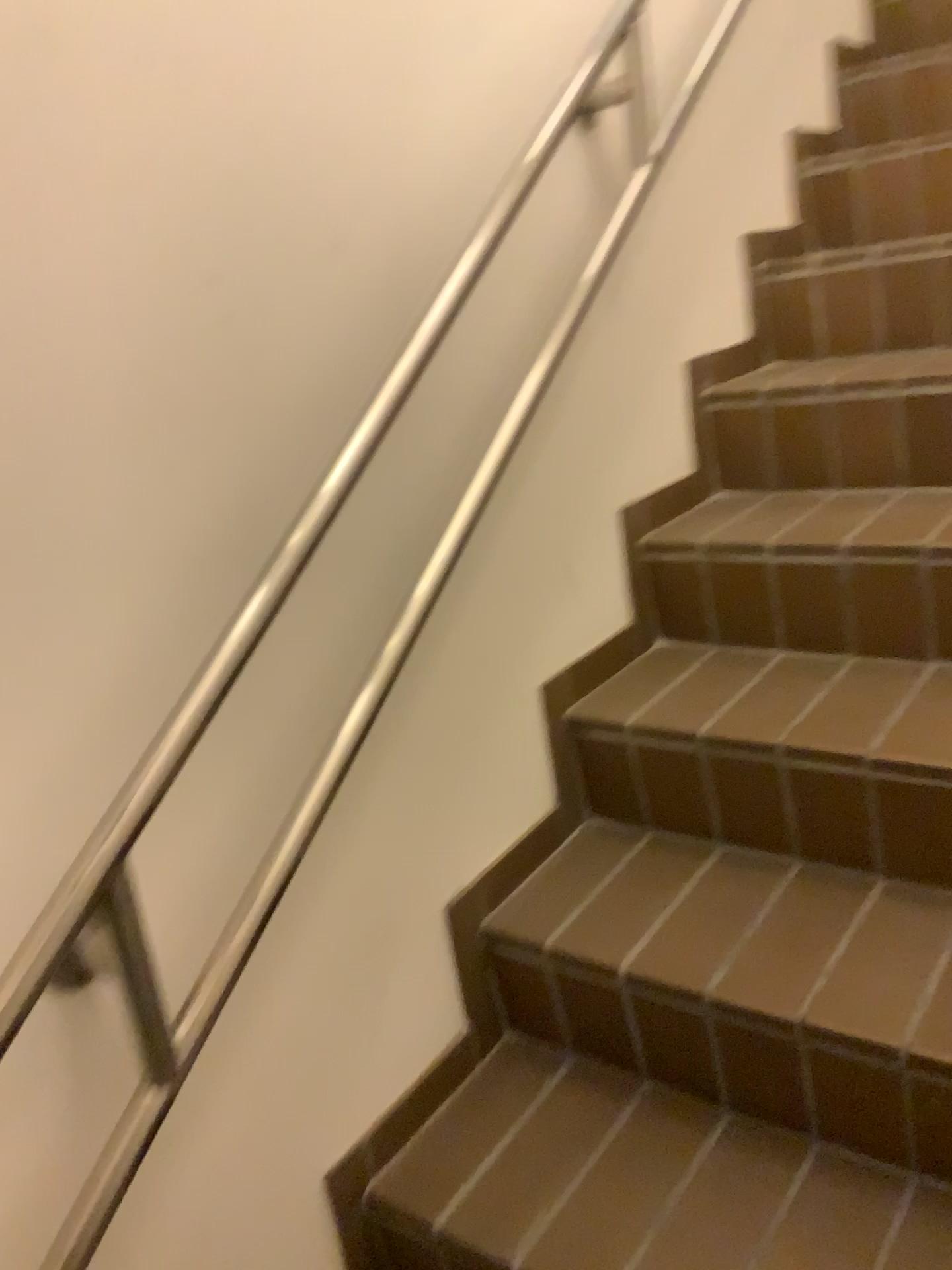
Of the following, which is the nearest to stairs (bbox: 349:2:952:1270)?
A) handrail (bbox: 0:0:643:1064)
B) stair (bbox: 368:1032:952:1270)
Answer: stair (bbox: 368:1032:952:1270)

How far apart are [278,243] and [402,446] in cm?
27

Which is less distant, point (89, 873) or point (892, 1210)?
point (89, 873)

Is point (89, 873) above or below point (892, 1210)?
above

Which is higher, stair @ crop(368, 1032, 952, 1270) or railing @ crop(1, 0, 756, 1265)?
railing @ crop(1, 0, 756, 1265)

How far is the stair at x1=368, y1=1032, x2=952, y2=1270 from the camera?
1.1 meters

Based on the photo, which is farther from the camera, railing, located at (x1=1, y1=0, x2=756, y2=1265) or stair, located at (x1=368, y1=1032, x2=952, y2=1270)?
stair, located at (x1=368, y1=1032, x2=952, y2=1270)

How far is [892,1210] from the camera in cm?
109

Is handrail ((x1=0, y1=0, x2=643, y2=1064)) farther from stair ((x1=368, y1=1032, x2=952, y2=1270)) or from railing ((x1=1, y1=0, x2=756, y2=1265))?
stair ((x1=368, y1=1032, x2=952, y2=1270))
